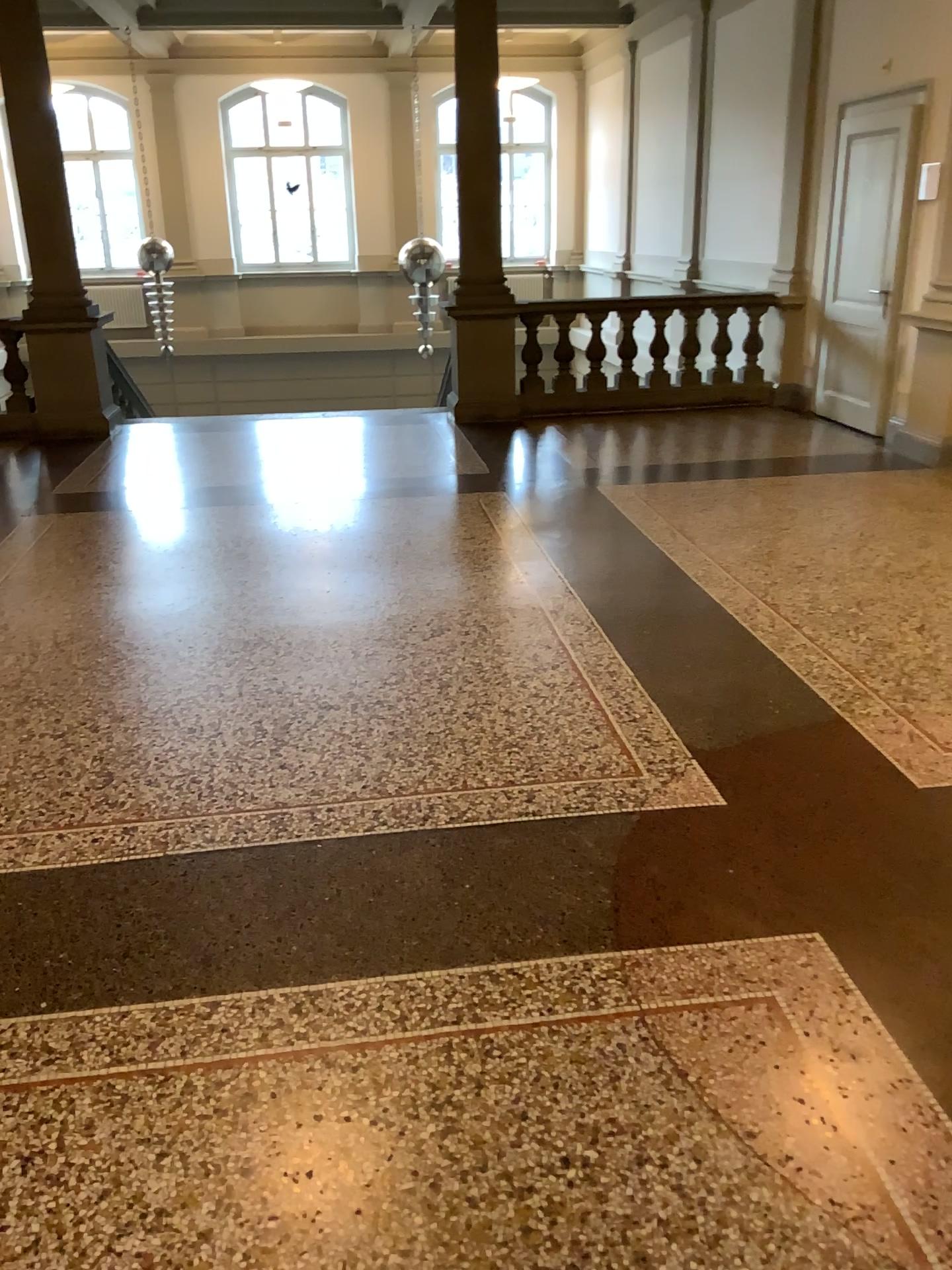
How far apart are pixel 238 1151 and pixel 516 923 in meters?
0.8
